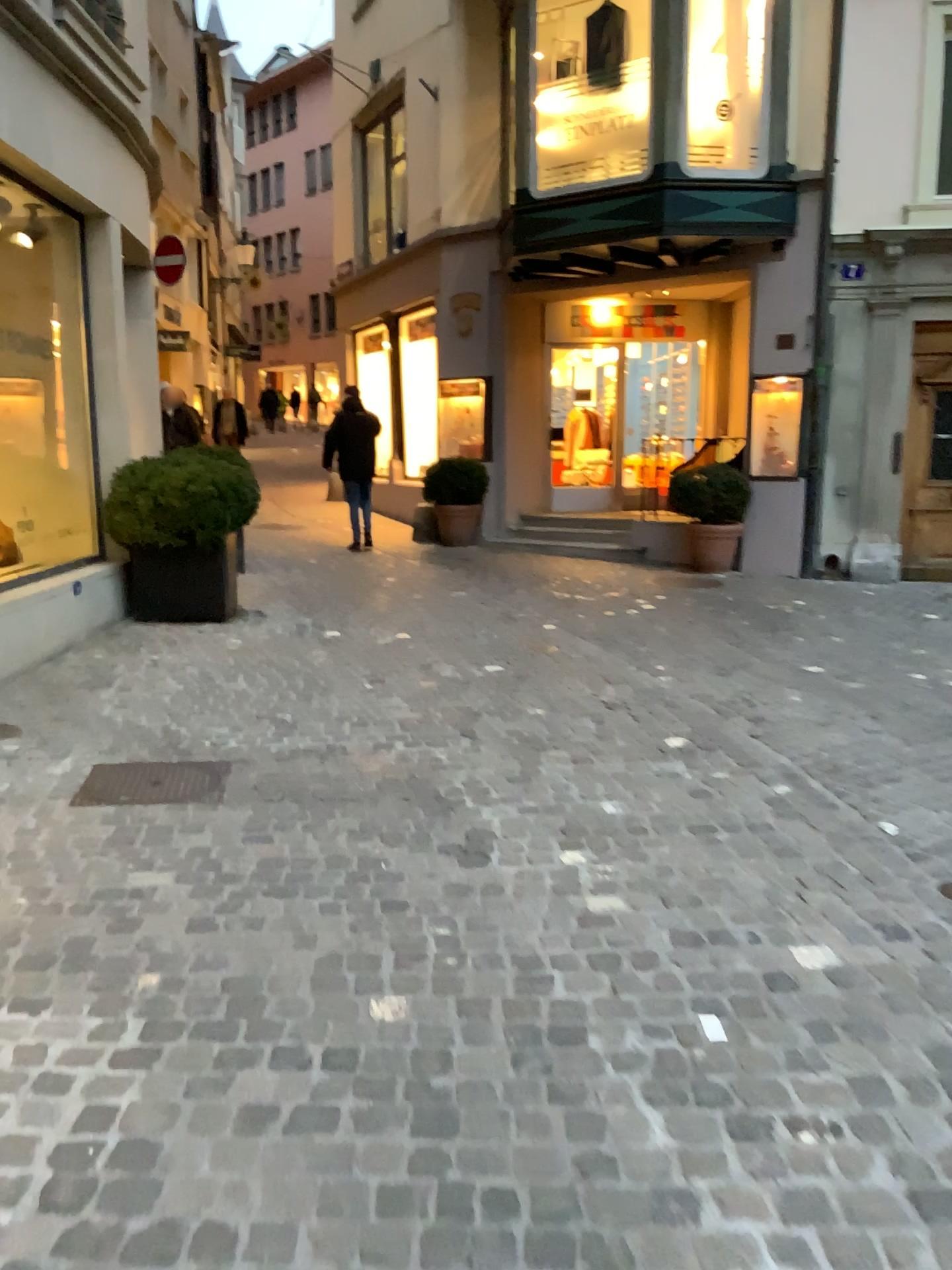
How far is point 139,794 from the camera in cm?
377

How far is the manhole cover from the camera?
3.8m

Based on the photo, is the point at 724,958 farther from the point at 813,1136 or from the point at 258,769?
the point at 258,769
